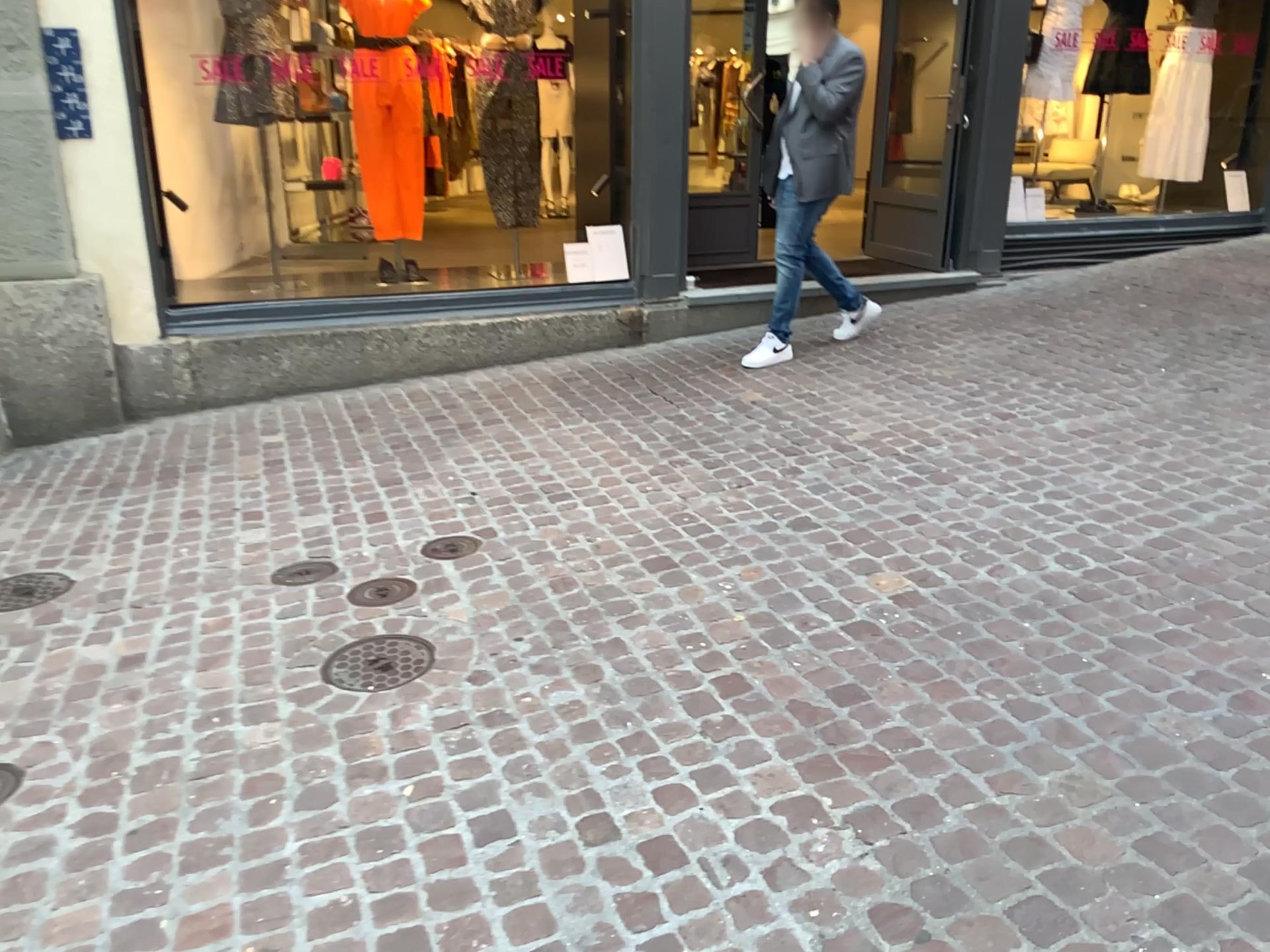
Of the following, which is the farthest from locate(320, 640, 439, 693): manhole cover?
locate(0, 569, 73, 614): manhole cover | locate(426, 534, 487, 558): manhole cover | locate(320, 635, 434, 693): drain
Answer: locate(0, 569, 73, 614): manhole cover

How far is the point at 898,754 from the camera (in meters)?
2.26

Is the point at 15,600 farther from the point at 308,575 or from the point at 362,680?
the point at 362,680

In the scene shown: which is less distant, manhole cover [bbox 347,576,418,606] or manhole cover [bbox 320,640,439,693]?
manhole cover [bbox 320,640,439,693]

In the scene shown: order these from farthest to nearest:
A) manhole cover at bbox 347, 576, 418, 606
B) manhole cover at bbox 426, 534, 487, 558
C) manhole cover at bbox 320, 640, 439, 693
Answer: manhole cover at bbox 426, 534, 487, 558 → manhole cover at bbox 347, 576, 418, 606 → manhole cover at bbox 320, 640, 439, 693

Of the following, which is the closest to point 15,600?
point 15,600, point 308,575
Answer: point 15,600

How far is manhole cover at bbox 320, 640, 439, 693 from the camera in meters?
2.7 m

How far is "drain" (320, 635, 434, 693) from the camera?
2.69m

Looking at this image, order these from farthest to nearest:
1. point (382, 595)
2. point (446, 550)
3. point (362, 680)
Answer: point (446, 550), point (382, 595), point (362, 680)

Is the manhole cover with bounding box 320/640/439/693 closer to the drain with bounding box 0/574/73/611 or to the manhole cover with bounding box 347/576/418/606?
the manhole cover with bounding box 347/576/418/606
